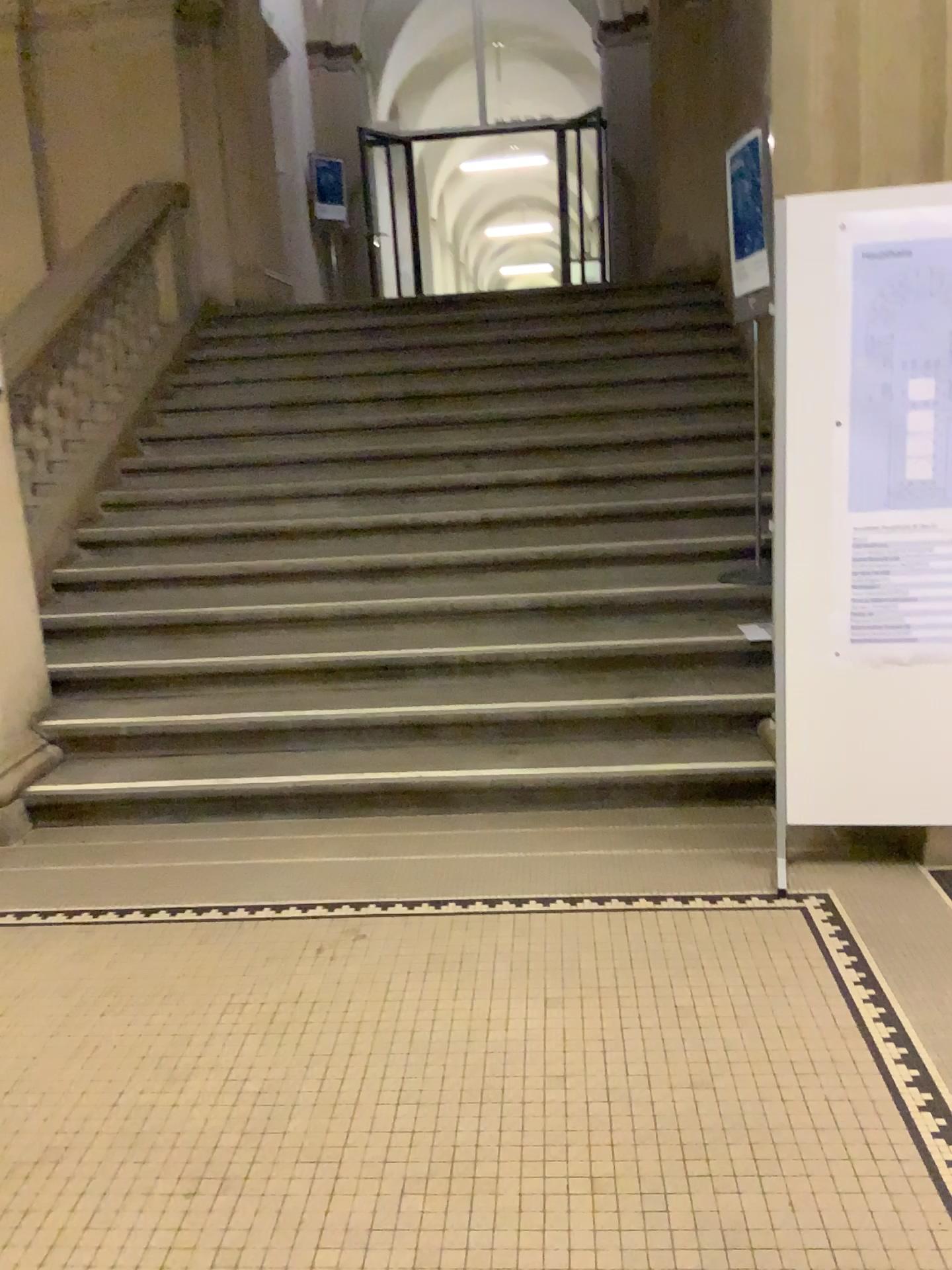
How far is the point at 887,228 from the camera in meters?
2.8

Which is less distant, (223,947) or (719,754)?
(223,947)

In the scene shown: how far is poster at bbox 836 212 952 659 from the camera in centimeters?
285cm

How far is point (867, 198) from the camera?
2.9m

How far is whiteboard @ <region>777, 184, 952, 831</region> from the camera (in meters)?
2.87
